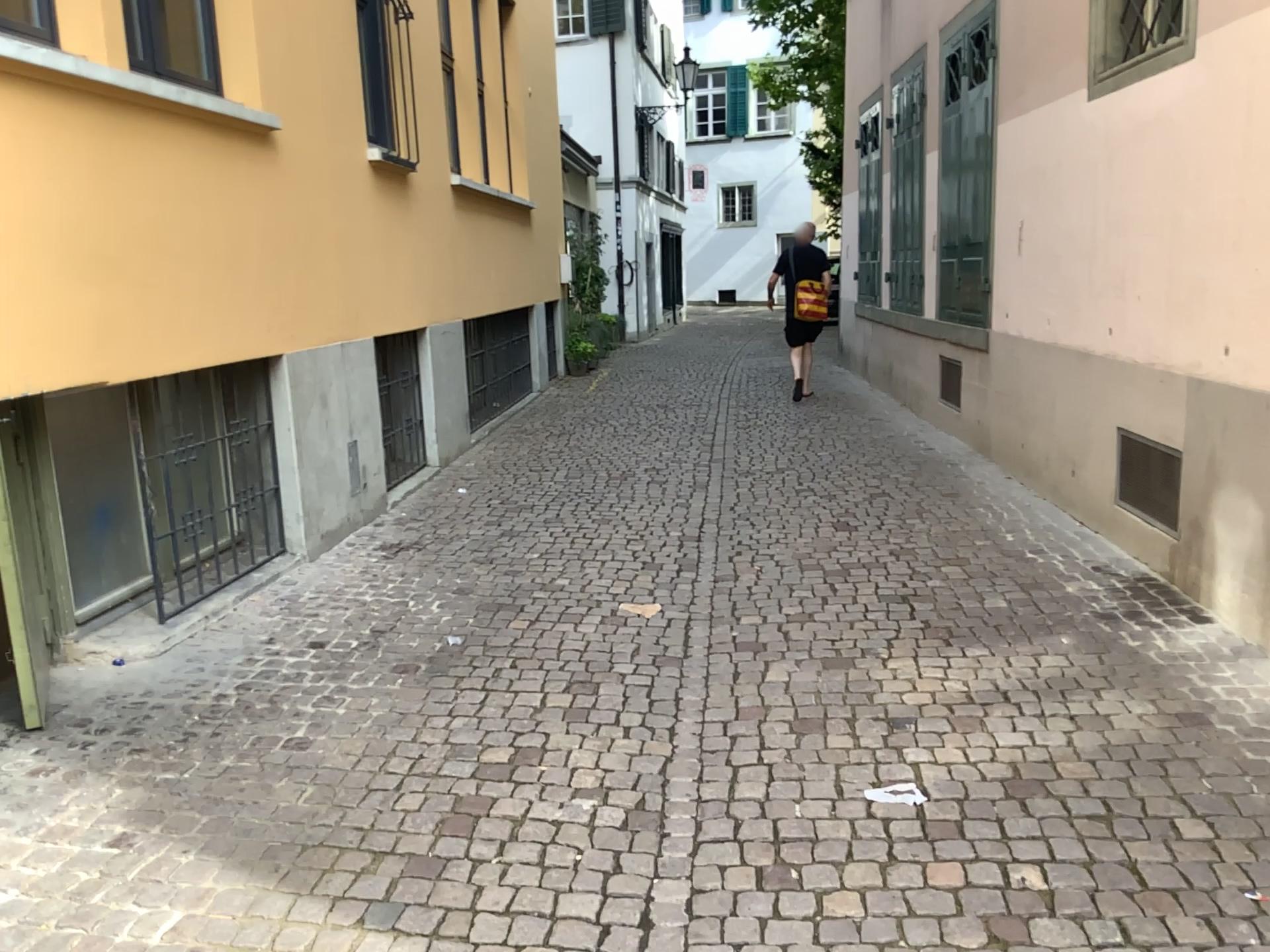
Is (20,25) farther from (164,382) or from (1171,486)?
(1171,486)

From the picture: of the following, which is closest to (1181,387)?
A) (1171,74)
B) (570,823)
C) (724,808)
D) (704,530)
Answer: (1171,74)

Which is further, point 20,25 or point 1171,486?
point 1171,486

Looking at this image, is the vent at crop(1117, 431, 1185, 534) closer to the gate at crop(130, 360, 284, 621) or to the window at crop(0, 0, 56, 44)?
the gate at crop(130, 360, 284, 621)

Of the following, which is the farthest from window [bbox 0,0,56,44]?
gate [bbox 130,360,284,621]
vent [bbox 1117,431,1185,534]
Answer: vent [bbox 1117,431,1185,534]

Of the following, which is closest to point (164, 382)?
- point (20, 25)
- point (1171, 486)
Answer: point (20, 25)

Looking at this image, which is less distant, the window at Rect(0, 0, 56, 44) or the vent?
the window at Rect(0, 0, 56, 44)

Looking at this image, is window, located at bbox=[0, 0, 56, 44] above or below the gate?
above
